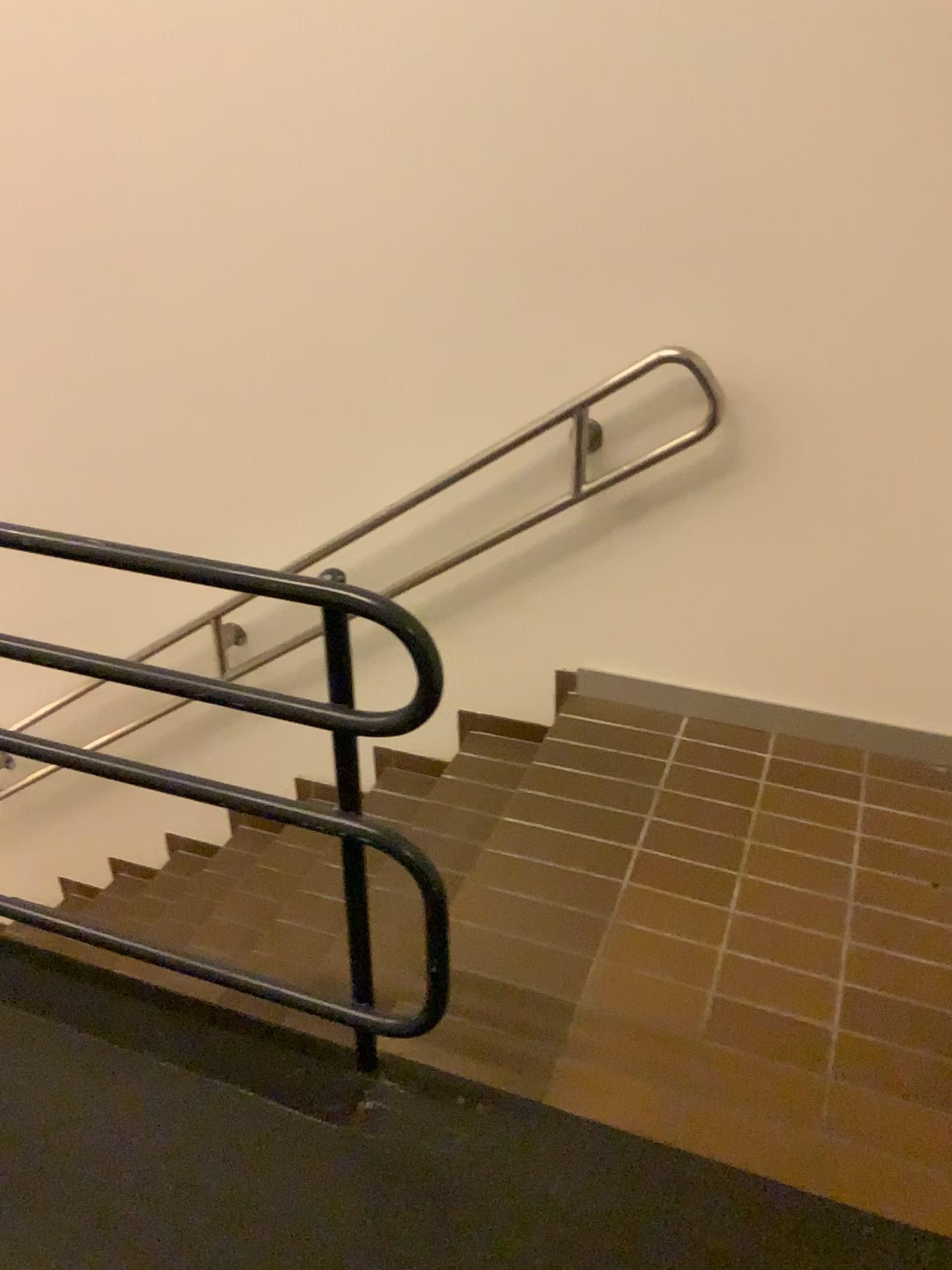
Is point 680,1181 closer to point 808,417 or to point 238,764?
point 808,417
